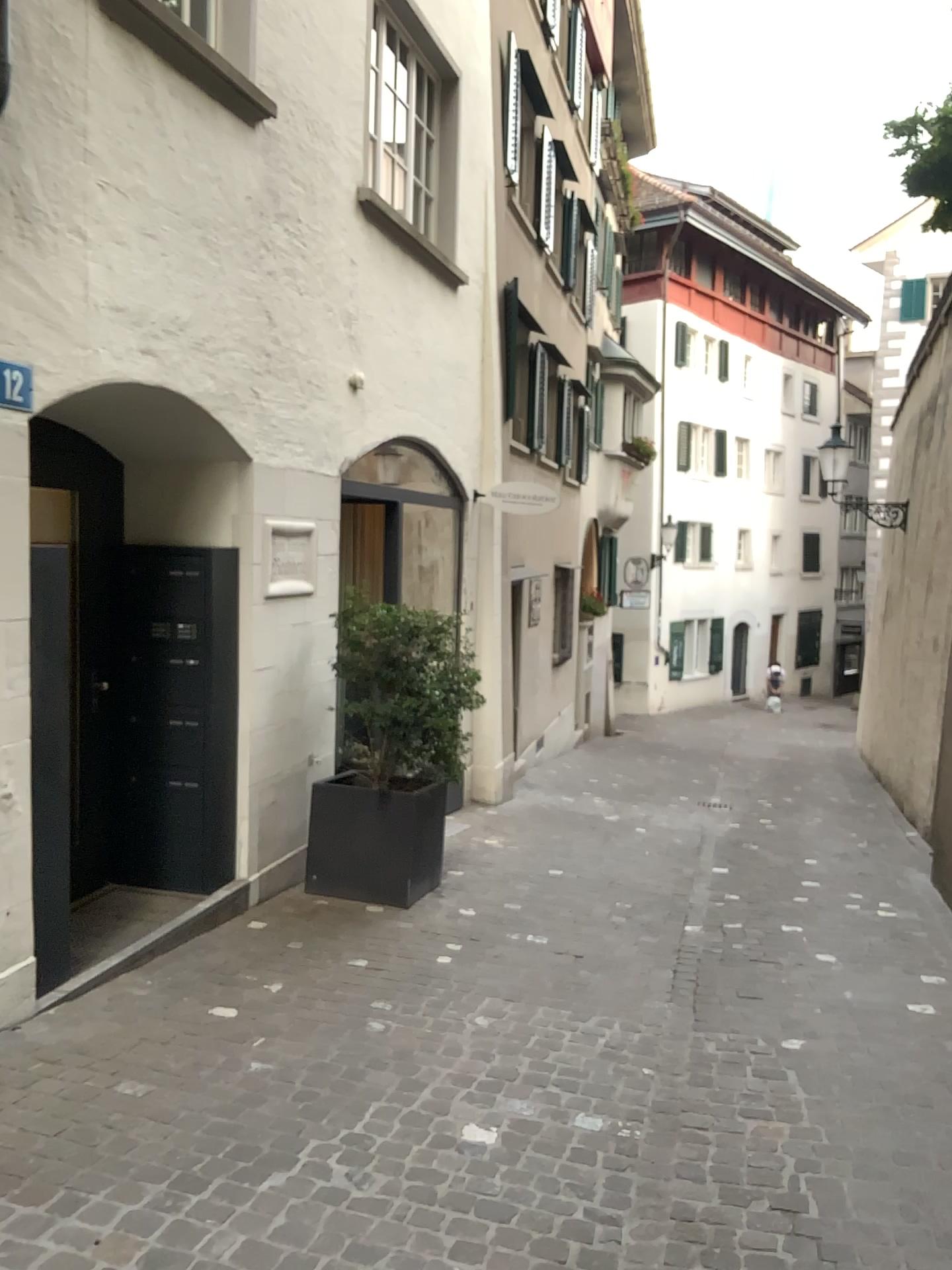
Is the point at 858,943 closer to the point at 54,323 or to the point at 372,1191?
the point at 372,1191
